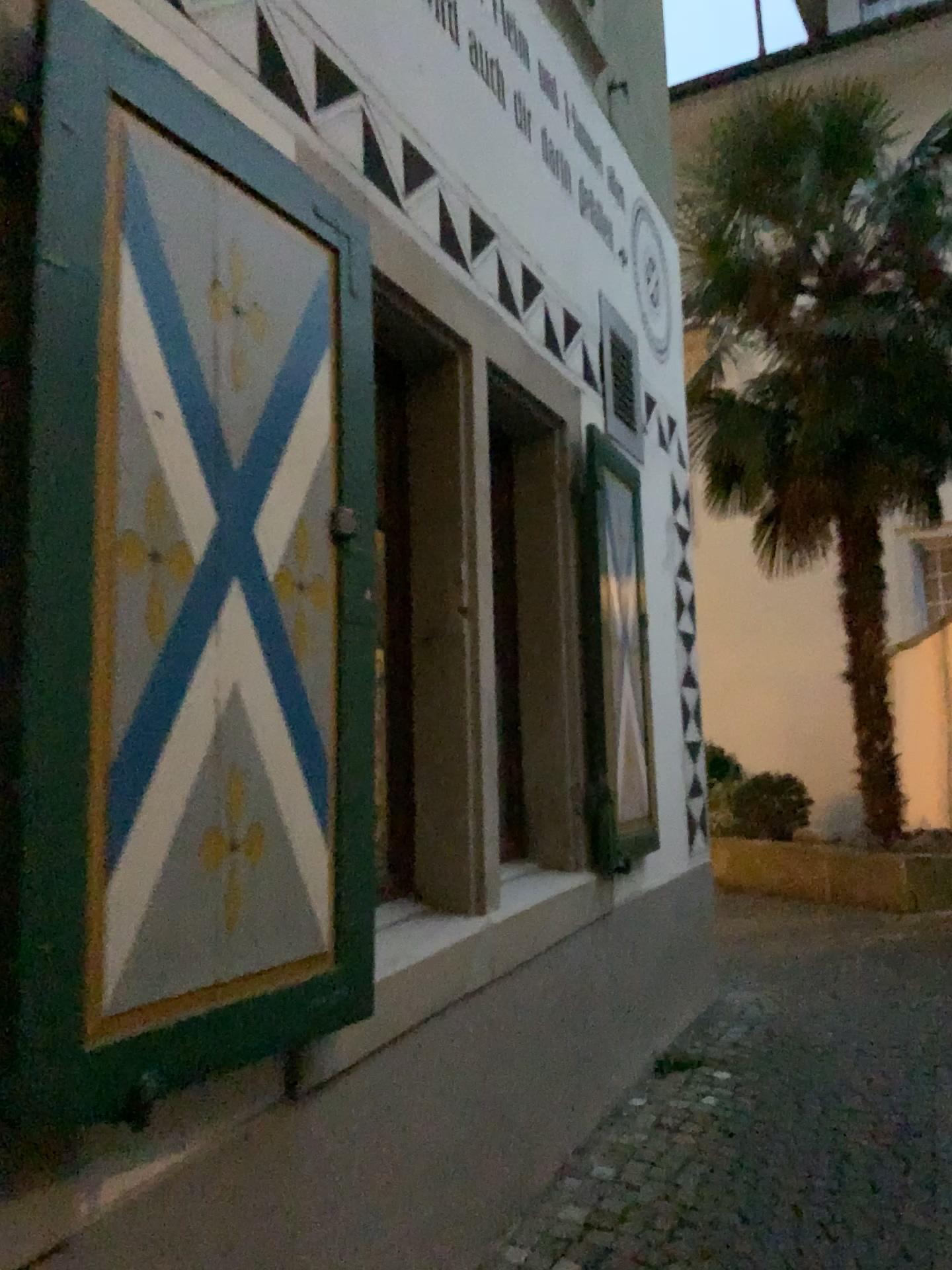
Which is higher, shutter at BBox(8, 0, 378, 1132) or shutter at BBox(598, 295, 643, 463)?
shutter at BBox(598, 295, 643, 463)

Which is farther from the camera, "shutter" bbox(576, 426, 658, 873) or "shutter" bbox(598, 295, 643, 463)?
"shutter" bbox(598, 295, 643, 463)

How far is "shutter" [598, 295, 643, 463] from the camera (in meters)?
4.25

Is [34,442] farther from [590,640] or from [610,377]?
[610,377]

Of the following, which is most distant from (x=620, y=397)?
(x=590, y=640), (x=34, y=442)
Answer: (x=34, y=442)

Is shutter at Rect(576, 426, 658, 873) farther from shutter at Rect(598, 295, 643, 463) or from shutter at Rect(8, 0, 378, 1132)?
shutter at Rect(8, 0, 378, 1132)

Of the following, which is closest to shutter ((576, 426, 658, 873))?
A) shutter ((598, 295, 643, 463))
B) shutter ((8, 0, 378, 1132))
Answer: shutter ((598, 295, 643, 463))

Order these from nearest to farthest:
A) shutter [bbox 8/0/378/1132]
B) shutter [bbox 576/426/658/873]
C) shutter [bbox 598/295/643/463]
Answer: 1. shutter [bbox 8/0/378/1132]
2. shutter [bbox 576/426/658/873]
3. shutter [bbox 598/295/643/463]

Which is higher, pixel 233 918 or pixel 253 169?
pixel 253 169

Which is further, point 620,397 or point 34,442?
point 620,397
